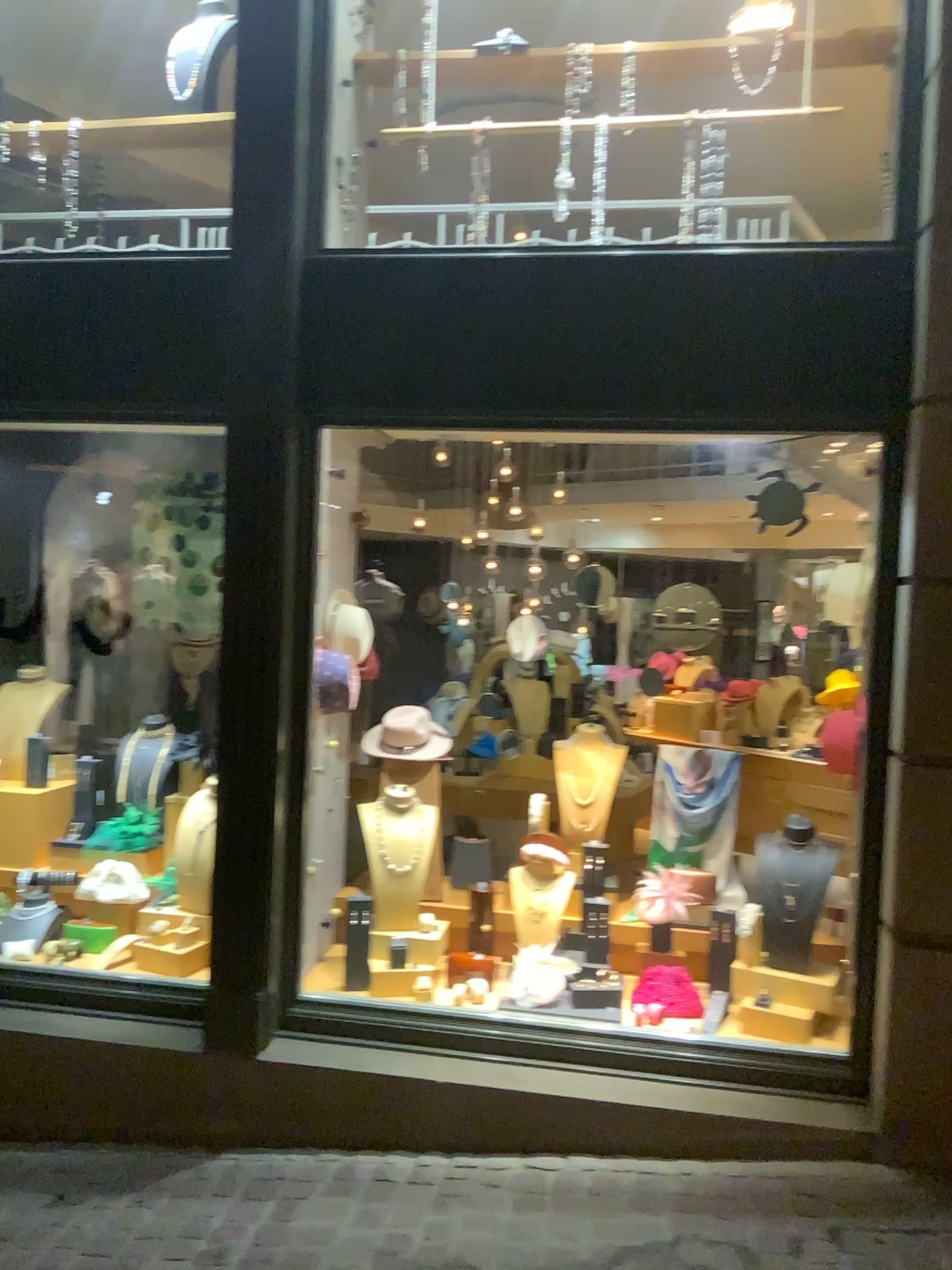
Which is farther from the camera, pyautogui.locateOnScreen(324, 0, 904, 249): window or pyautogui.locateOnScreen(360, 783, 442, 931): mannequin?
pyautogui.locateOnScreen(360, 783, 442, 931): mannequin

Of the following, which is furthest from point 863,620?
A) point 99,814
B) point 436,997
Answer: point 99,814

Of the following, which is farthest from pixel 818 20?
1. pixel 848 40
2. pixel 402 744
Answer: pixel 402 744

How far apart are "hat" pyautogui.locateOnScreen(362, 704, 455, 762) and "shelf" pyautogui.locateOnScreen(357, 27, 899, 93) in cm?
226

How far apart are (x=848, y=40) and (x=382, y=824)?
3.0m

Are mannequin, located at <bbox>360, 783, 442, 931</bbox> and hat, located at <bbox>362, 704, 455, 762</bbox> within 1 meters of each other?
yes

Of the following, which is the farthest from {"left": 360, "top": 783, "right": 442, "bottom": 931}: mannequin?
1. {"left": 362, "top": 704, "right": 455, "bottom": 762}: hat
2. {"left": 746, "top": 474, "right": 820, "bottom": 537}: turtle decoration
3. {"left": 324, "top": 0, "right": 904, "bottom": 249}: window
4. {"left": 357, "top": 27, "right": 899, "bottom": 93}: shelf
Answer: {"left": 357, "top": 27, "right": 899, "bottom": 93}: shelf

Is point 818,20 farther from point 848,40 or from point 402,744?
point 402,744

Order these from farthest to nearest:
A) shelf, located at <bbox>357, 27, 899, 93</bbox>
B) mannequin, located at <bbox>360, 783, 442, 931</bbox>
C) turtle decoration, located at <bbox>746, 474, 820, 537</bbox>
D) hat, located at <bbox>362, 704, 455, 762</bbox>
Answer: hat, located at <bbox>362, 704, 455, 762</bbox>, mannequin, located at <bbox>360, 783, 442, 931</bbox>, shelf, located at <bbox>357, 27, 899, 93</bbox>, turtle decoration, located at <bbox>746, 474, 820, 537</bbox>

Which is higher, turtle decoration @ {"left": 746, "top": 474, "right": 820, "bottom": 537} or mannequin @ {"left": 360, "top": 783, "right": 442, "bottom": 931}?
turtle decoration @ {"left": 746, "top": 474, "right": 820, "bottom": 537}
